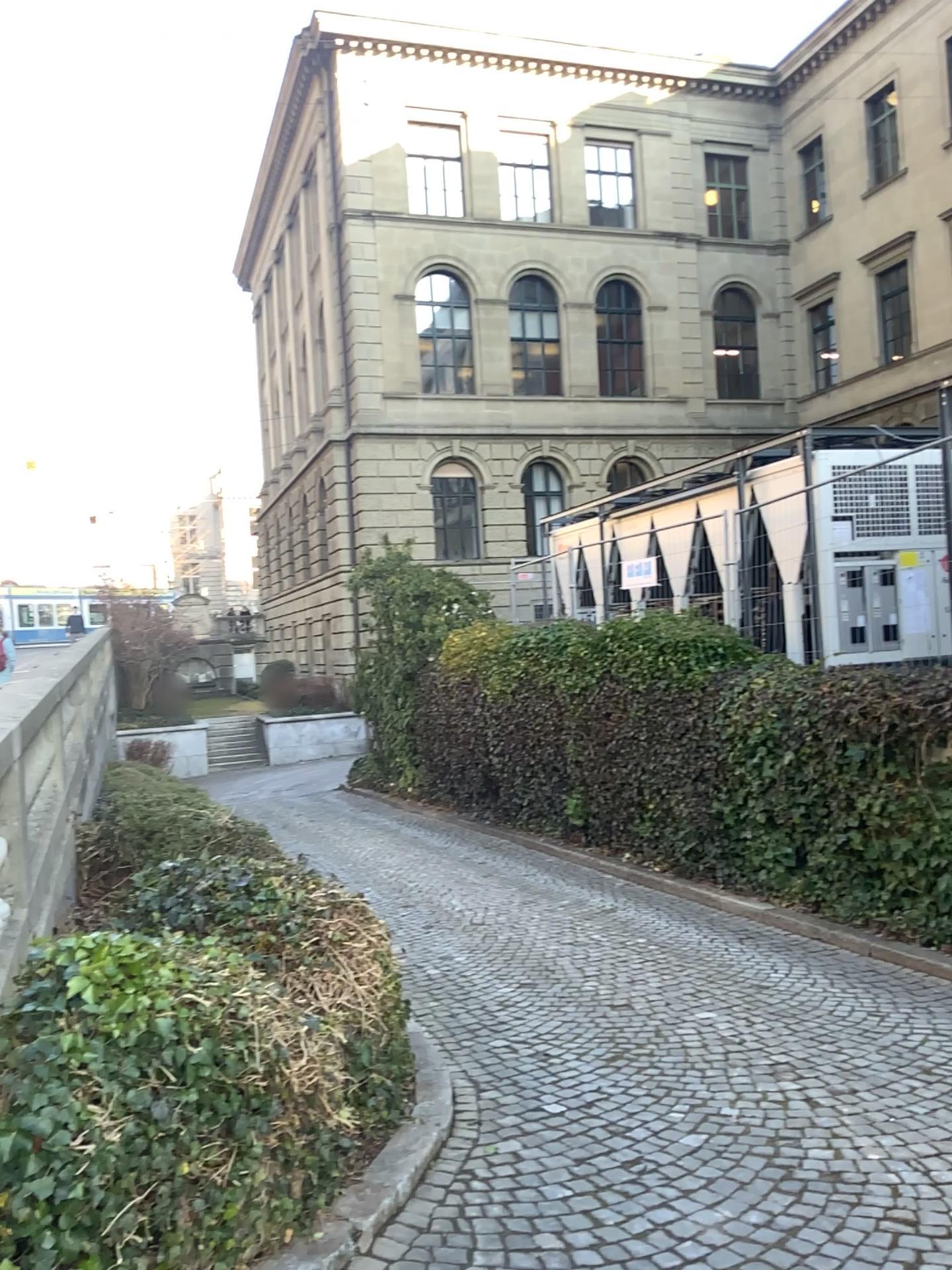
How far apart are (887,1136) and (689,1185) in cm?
87
